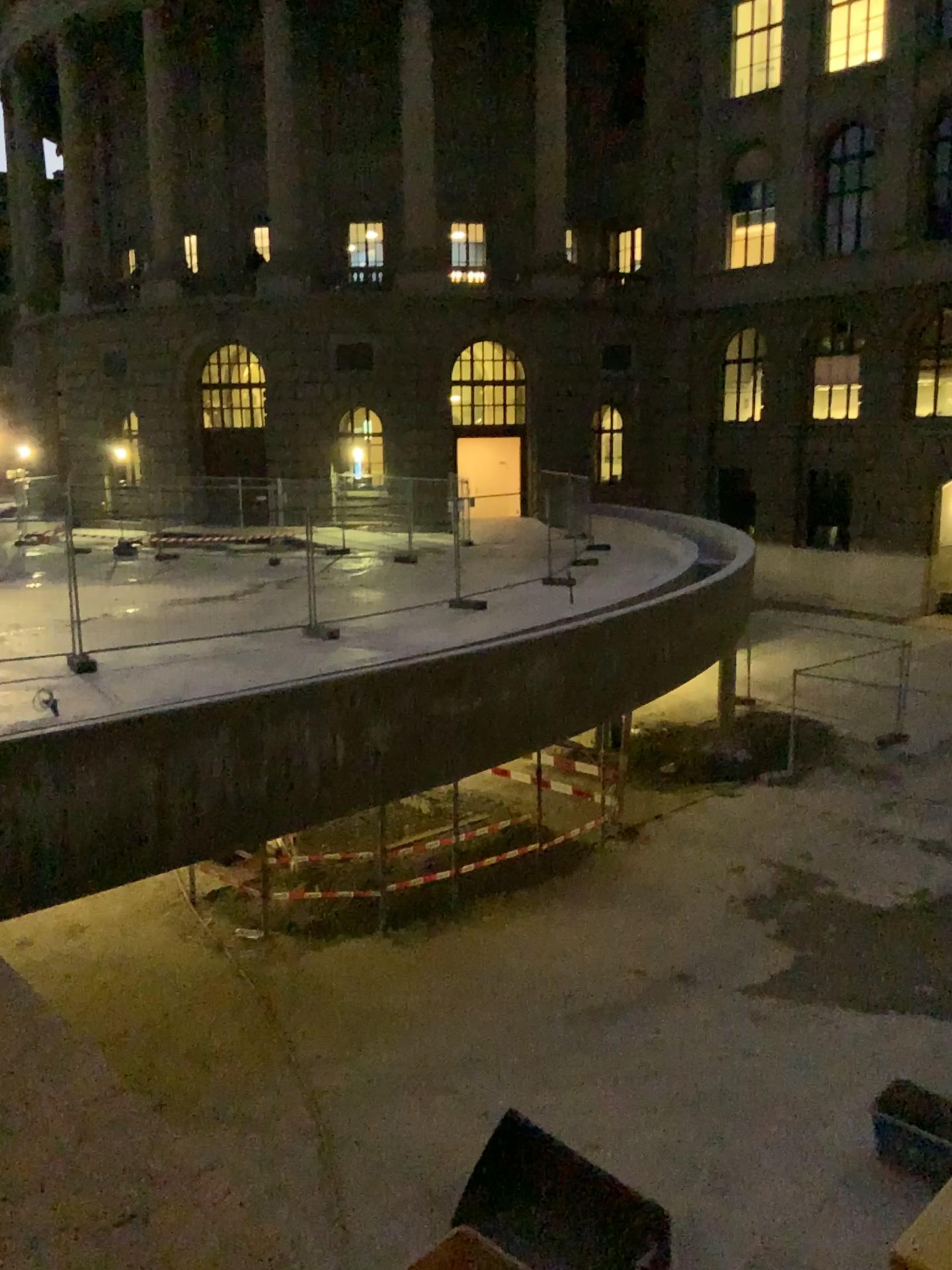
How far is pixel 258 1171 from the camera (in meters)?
0.85
